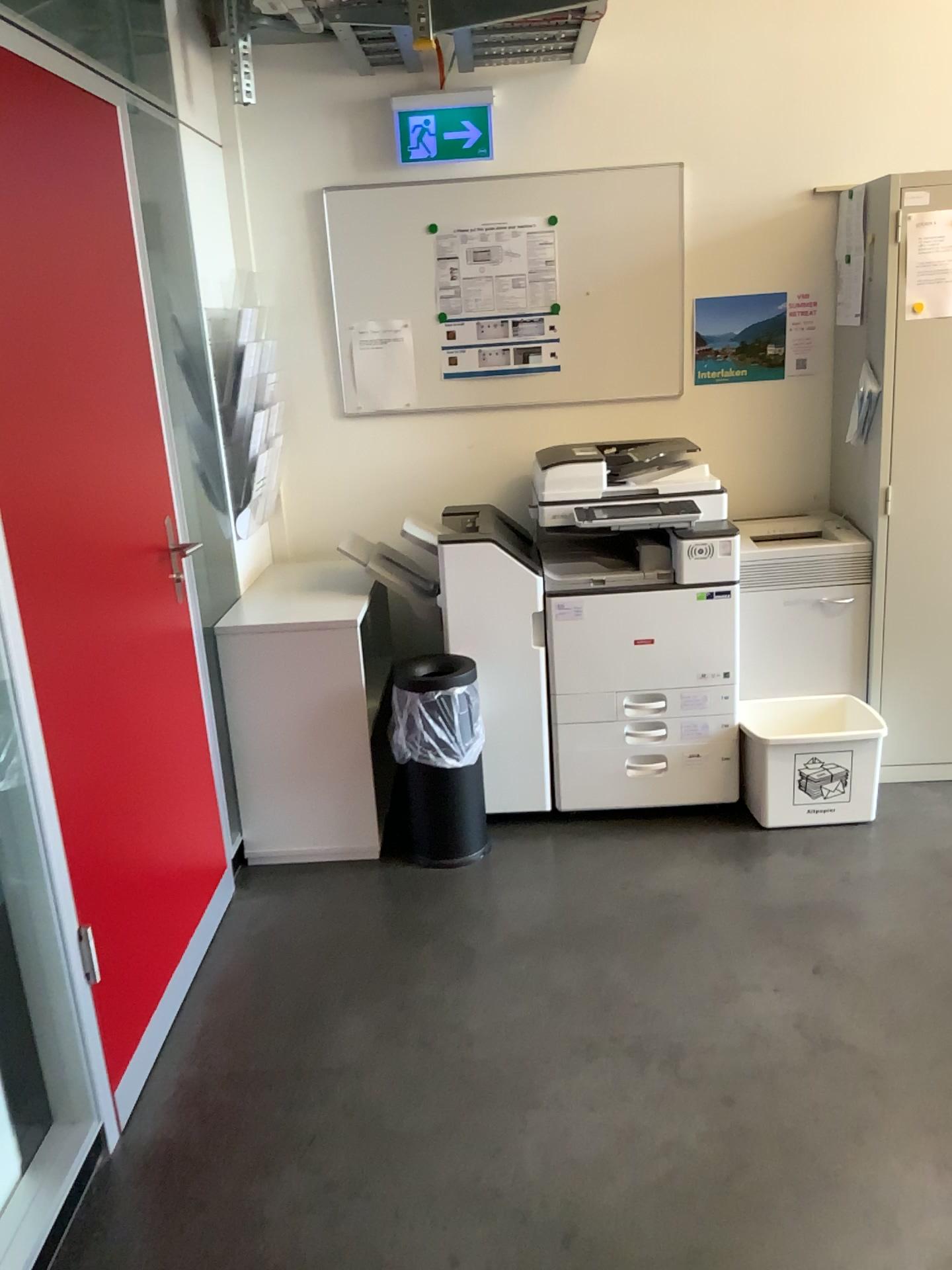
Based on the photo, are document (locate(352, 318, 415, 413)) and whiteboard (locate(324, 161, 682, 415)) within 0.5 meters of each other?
yes

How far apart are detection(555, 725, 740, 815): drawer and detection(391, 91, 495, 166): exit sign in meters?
1.9

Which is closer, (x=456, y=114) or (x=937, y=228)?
(x=937, y=228)

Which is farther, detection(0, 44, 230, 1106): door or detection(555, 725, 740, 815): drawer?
detection(555, 725, 740, 815): drawer

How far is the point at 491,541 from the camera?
3.3m

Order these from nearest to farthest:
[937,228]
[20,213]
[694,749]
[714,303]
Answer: [20,213], [937,228], [694,749], [714,303]

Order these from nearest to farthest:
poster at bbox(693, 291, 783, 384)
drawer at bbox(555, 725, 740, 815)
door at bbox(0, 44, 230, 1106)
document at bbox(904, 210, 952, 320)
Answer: door at bbox(0, 44, 230, 1106) < document at bbox(904, 210, 952, 320) < drawer at bbox(555, 725, 740, 815) < poster at bbox(693, 291, 783, 384)

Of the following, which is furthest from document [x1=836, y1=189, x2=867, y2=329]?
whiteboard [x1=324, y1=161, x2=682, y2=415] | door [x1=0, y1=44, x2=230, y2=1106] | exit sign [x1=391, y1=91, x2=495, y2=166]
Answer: door [x1=0, y1=44, x2=230, y2=1106]

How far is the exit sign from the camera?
3.4m

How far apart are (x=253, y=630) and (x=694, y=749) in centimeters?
142cm
